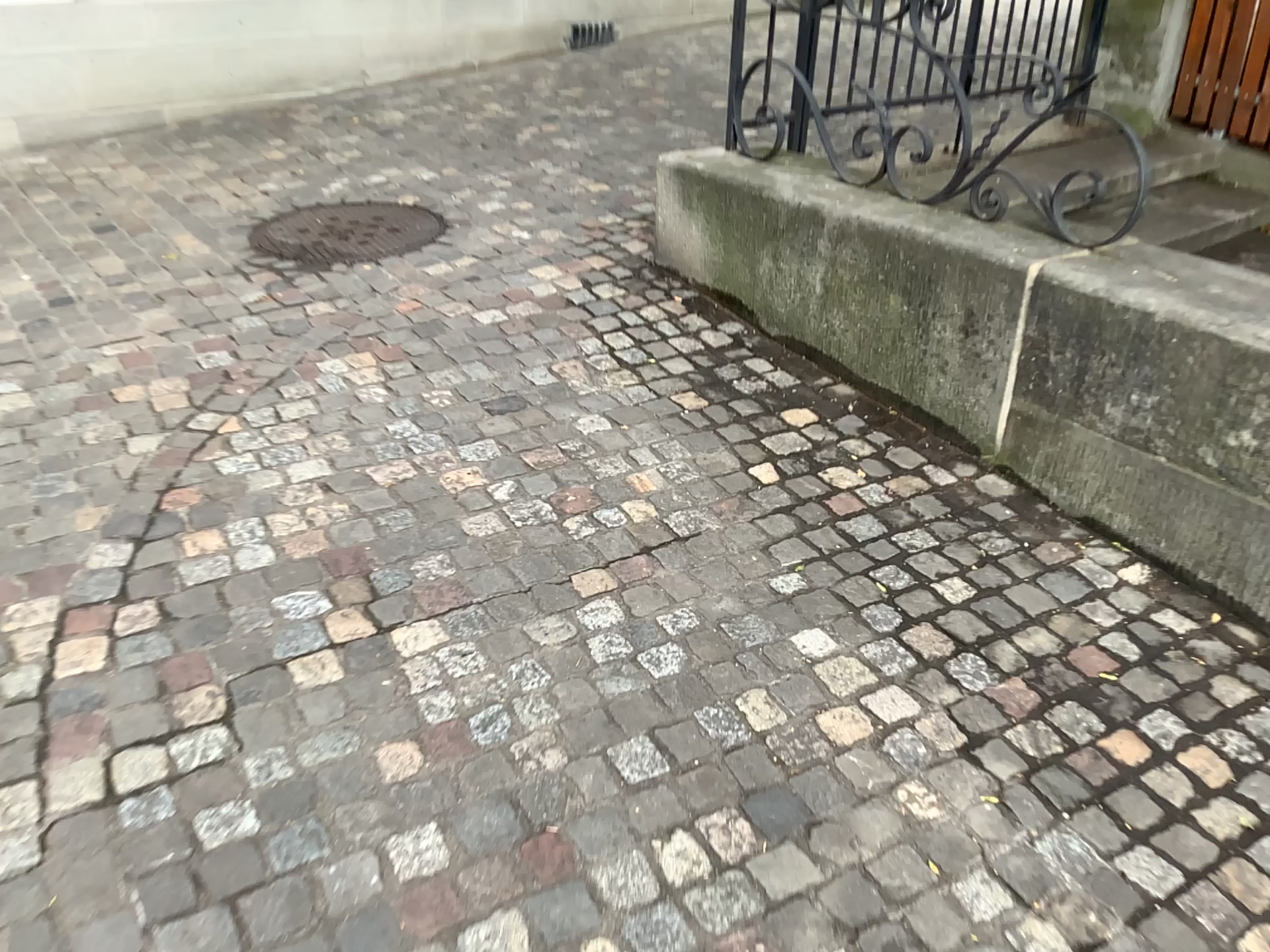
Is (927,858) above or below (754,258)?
below
